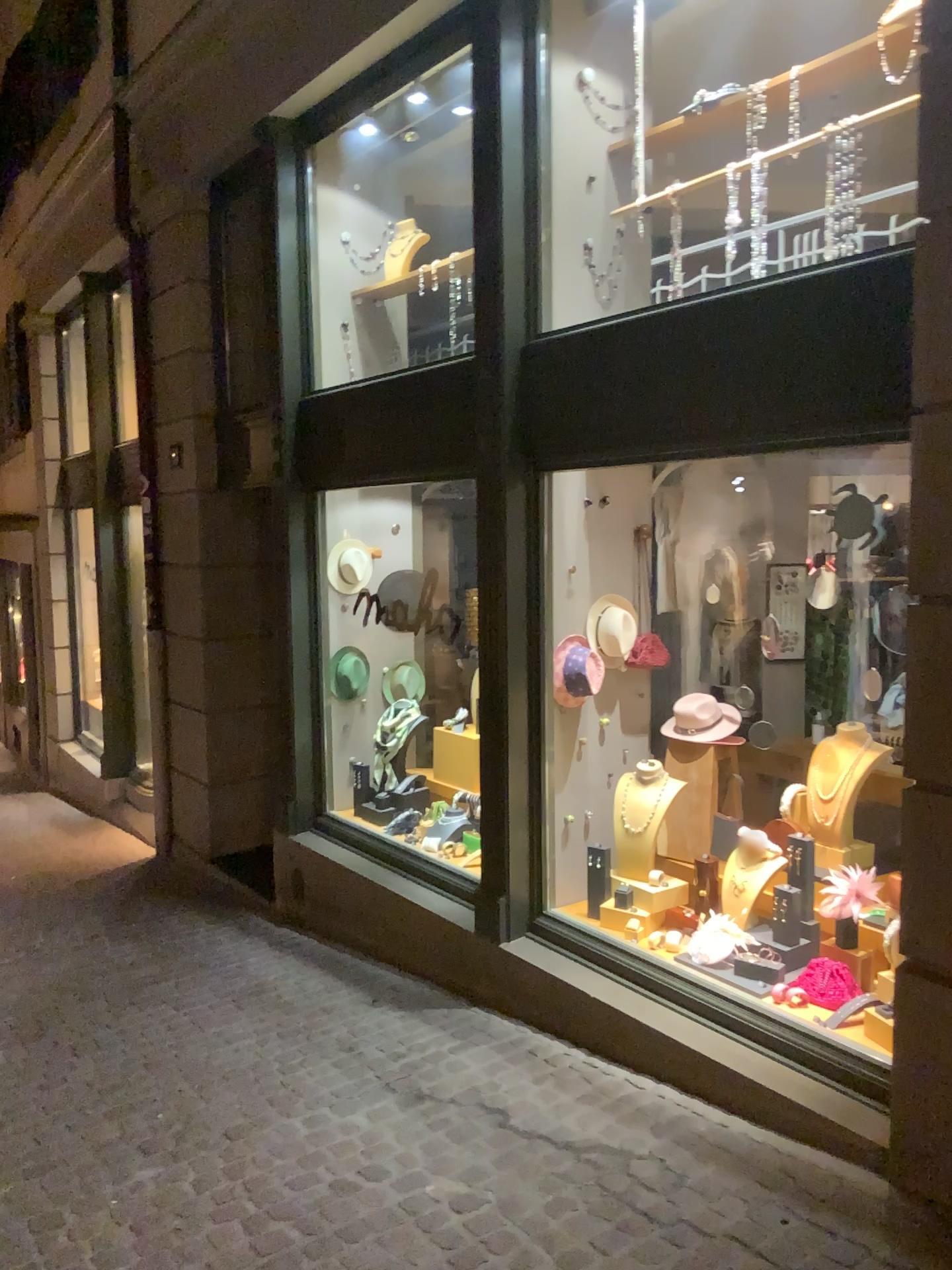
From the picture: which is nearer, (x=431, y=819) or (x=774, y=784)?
(x=774, y=784)

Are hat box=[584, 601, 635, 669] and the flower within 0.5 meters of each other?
no

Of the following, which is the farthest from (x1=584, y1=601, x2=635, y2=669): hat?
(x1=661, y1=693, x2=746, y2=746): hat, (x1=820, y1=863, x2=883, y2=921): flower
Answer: (x1=820, y1=863, x2=883, y2=921): flower

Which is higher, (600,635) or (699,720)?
(600,635)

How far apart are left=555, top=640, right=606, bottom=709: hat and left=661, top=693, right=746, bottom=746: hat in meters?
0.4

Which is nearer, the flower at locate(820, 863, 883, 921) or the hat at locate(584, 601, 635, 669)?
the flower at locate(820, 863, 883, 921)

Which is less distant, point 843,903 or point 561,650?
point 843,903

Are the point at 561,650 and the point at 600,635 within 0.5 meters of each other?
yes

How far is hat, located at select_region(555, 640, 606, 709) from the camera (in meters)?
4.37

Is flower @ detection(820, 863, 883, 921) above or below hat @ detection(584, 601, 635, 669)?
below
